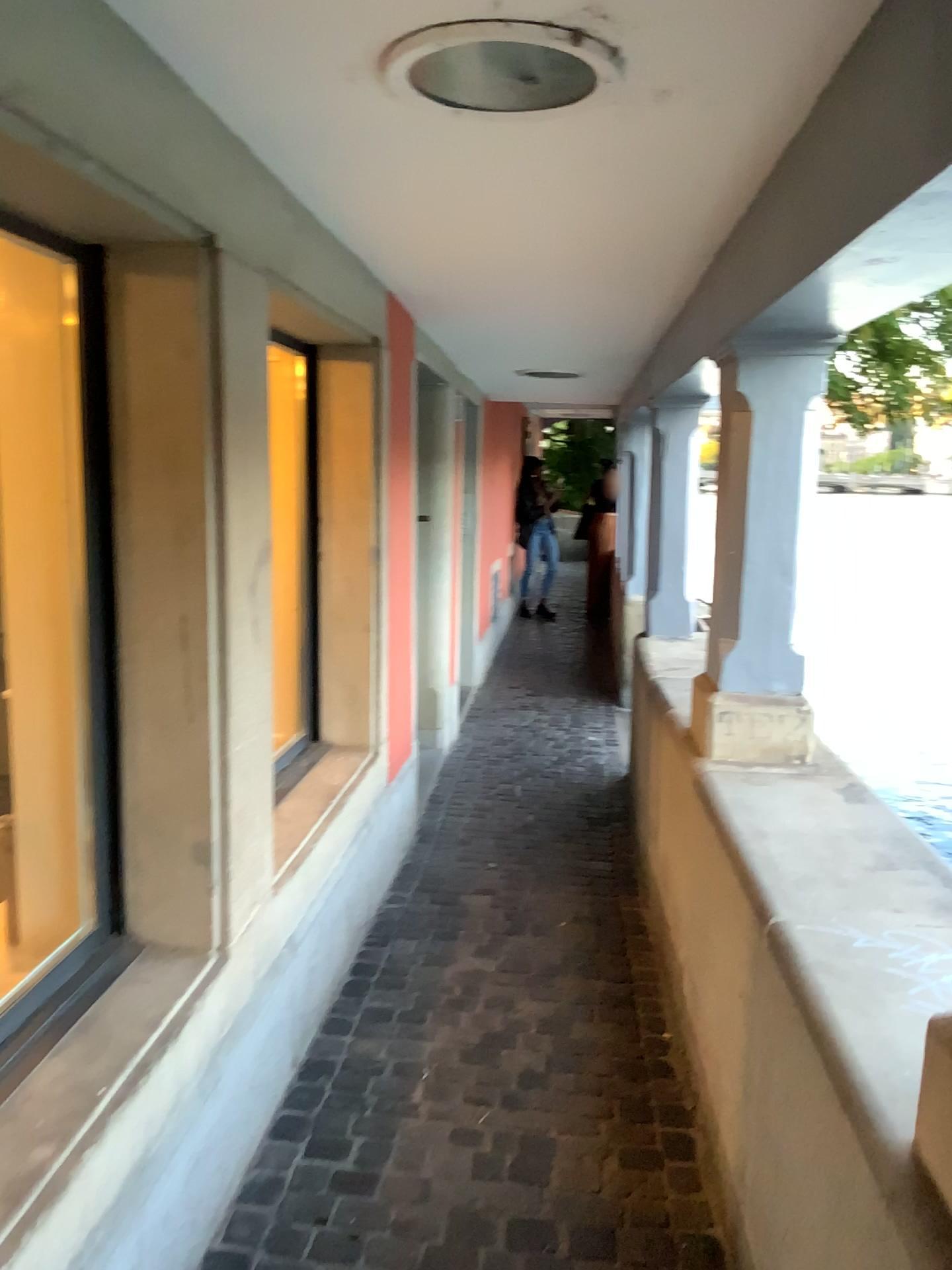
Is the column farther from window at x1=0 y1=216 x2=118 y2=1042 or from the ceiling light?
window at x1=0 y1=216 x2=118 y2=1042

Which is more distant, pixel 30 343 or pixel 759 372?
pixel 759 372

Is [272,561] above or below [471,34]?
below

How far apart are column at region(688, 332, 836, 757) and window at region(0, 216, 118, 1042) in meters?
1.6 m

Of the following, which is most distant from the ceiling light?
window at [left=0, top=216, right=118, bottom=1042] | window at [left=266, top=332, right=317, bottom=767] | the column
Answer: window at [left=266, top=332, right=317, bottom=767]

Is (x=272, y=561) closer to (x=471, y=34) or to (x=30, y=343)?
(x=30, y=343)

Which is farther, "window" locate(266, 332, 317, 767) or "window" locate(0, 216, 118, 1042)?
"window" locate(266, 332, 317, 767)

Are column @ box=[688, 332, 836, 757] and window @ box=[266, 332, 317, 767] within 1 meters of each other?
no

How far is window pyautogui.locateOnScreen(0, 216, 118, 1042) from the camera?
2.0 meters

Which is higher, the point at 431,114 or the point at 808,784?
the point at 431,114
